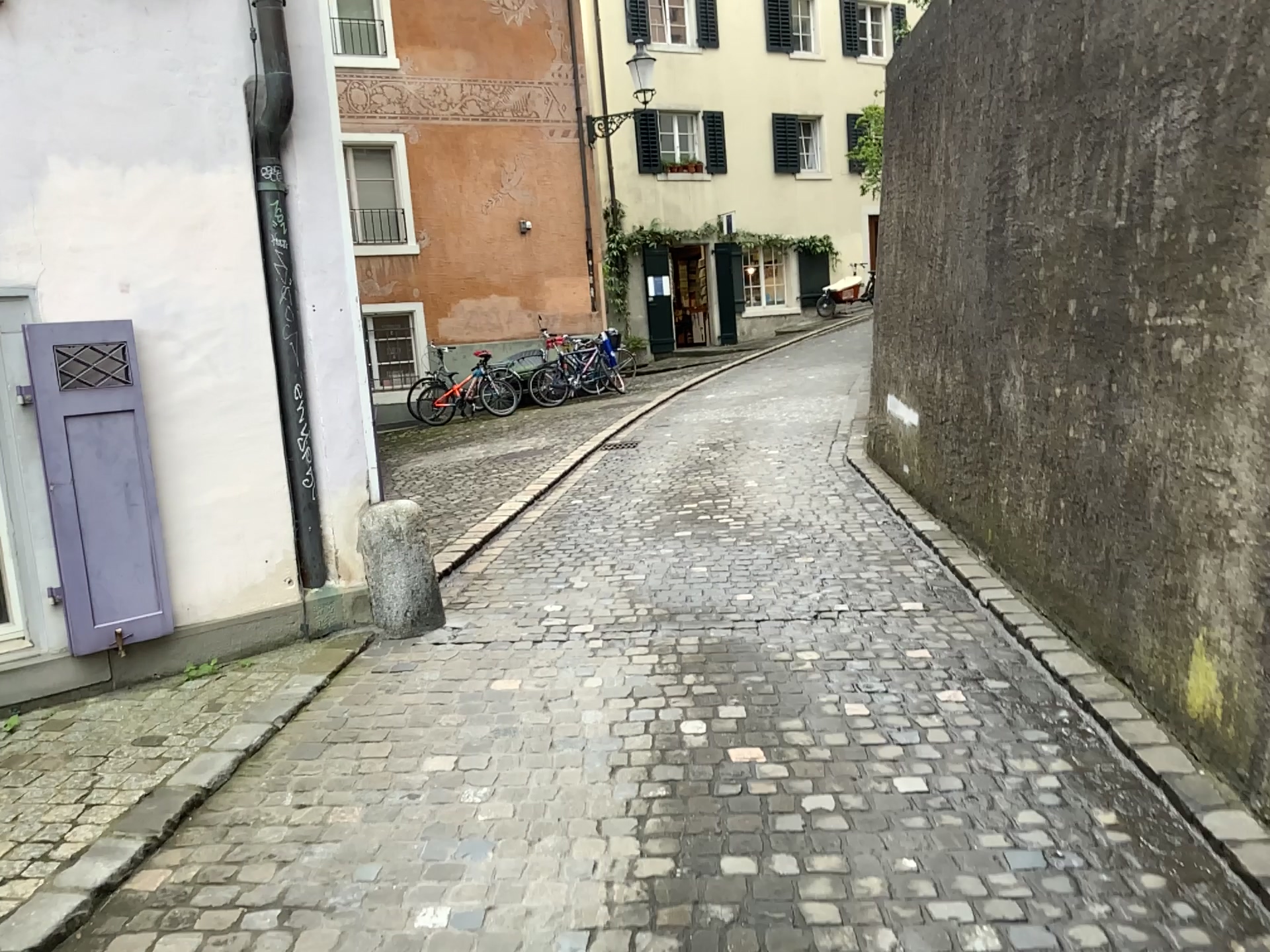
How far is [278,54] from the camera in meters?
4.1 m

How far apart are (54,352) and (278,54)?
1.45m

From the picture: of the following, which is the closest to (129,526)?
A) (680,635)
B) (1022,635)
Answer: (680,635)

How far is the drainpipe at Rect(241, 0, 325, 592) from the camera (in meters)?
4.11

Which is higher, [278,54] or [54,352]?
[278,54]

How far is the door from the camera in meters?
3.6

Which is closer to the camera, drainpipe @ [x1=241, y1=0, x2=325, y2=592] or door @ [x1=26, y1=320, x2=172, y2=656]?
door @ [x1=26, y1=320, x2=172, y2=656]

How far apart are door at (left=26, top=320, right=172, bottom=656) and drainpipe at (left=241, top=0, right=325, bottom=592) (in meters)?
0.57
